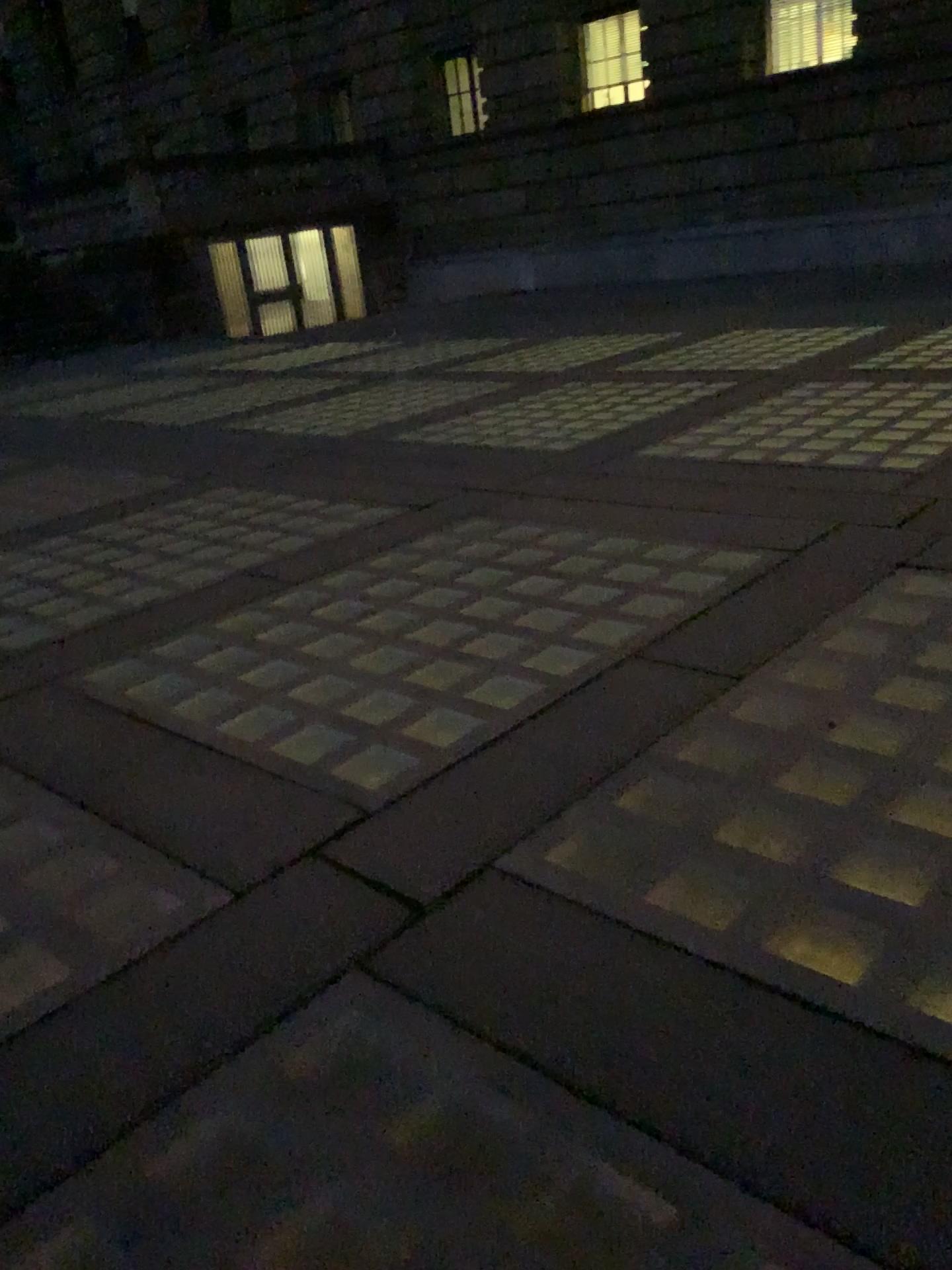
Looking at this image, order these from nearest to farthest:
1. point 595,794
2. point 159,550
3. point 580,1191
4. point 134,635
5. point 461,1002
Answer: point 580,1191 < point 461,1002 < point 595,794 < point 134,635 < point 159,550
